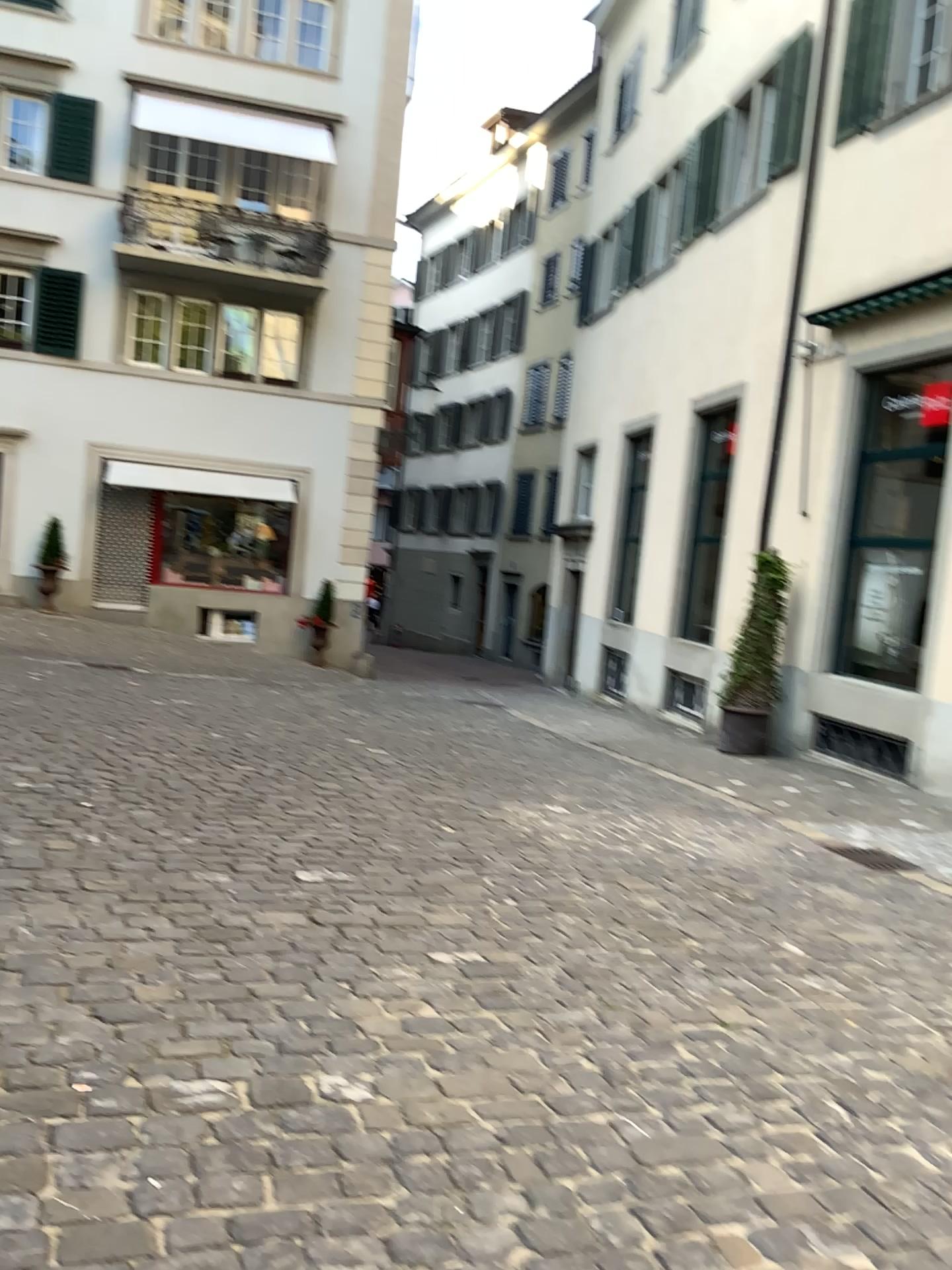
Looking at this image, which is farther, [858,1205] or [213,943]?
[213,943]
